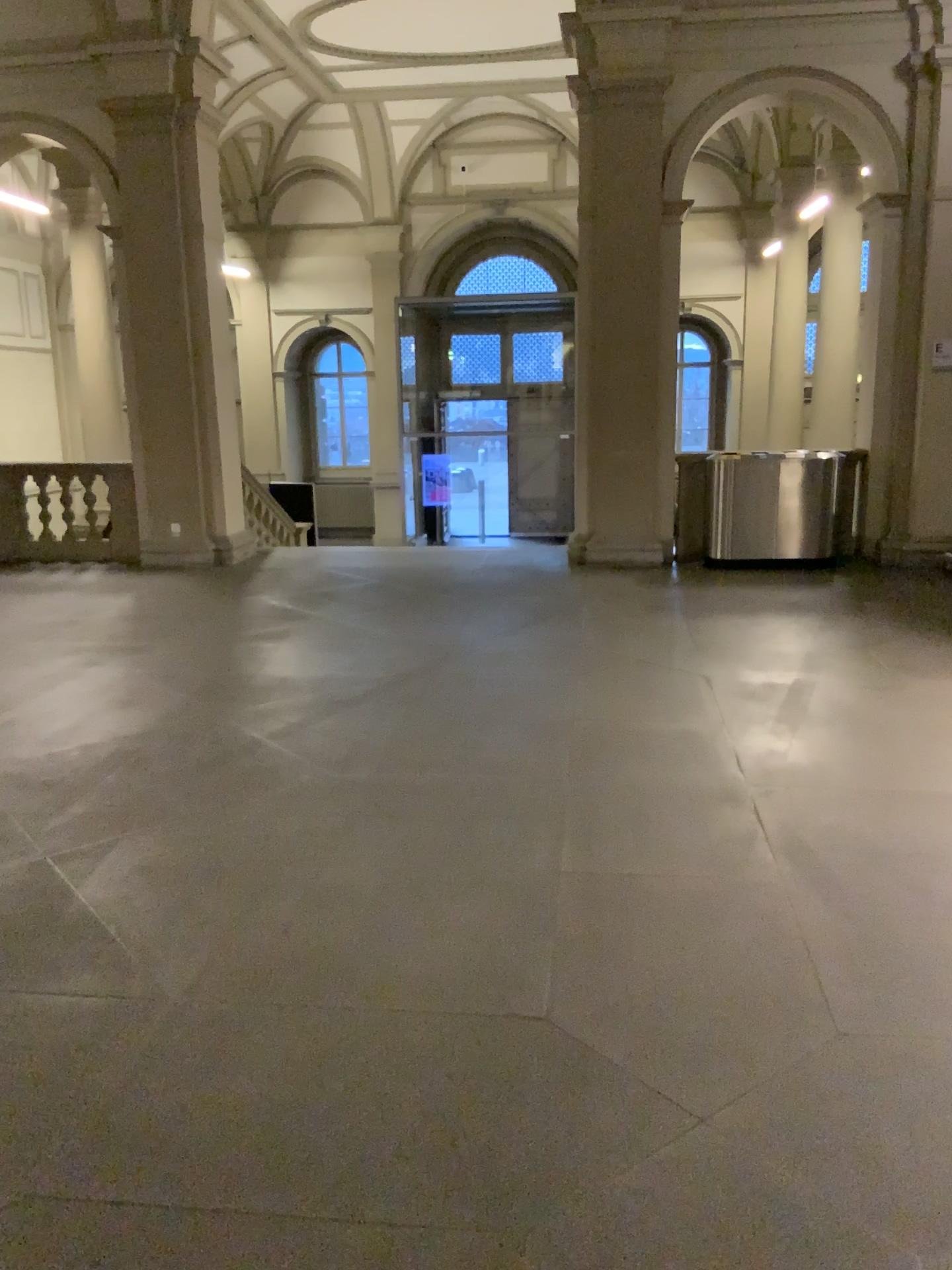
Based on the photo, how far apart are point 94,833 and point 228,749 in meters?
1.0
